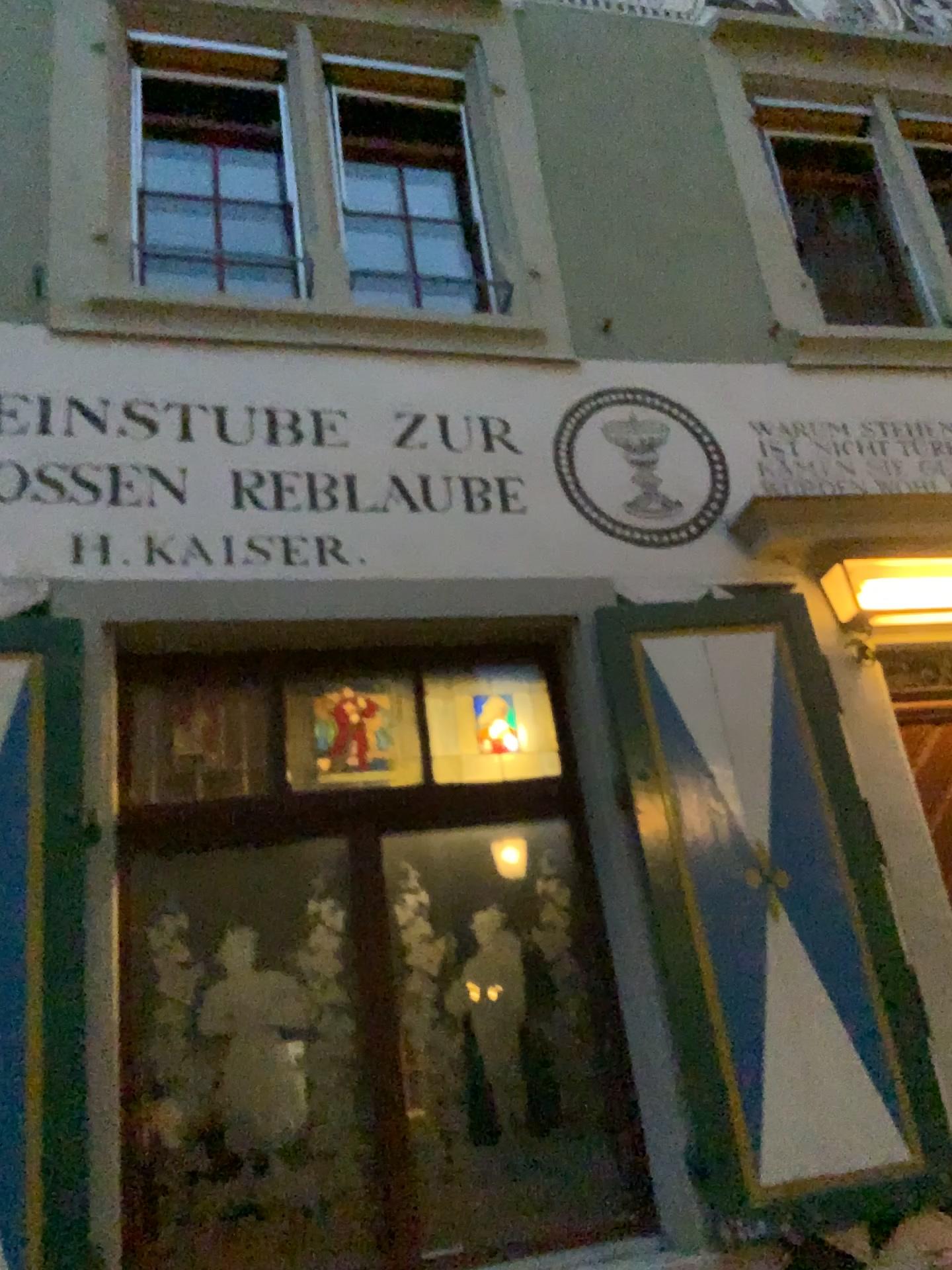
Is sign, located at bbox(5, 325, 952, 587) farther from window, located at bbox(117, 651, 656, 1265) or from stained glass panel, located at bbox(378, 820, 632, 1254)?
stained glass panel, located at bbox(378, 820, 632, 1254)

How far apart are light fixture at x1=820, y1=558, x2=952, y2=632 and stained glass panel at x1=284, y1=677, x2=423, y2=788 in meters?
1.6

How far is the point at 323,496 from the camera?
3.62m

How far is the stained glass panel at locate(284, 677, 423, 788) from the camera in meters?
3.5

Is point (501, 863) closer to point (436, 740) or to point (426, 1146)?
point (436, 740)

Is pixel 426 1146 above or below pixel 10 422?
below

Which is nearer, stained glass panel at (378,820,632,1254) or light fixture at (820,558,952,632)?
stained glass panel at (378,820,632,1254)

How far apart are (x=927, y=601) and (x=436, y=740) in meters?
1.8 m

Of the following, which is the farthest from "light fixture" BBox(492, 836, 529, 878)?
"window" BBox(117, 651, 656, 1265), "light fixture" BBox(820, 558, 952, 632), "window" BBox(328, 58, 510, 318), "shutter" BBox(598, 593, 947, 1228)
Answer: "window" BBox(328, 58, 510, 318)

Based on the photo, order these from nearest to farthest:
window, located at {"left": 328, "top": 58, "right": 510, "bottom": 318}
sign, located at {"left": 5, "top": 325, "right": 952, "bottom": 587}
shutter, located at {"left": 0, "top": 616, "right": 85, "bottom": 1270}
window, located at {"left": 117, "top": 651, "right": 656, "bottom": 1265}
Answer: shutter, located at {"left": 0, "top": 616, "right": 85, "bottom": 1270}, window, located at {"left": 117, "top": 651, "right": 656, "bottom": 1265}, sign, located at {"left": 5, "top": 325, "right": 952, "bottom": 587}, window, located at {"left": 328, "top": 58, "right": 510, "bottom": 318}
